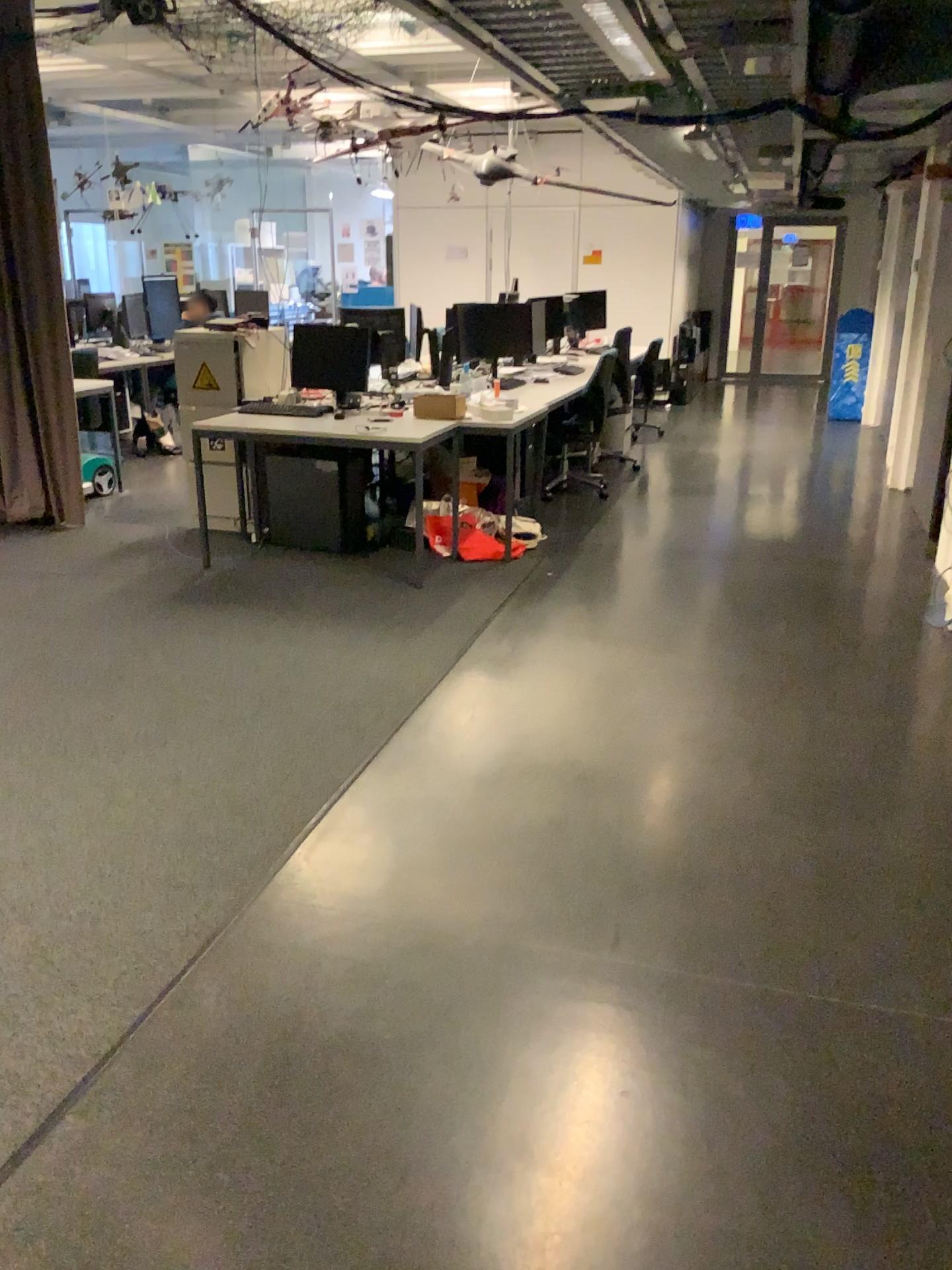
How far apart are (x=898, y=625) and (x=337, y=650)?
2.37m
